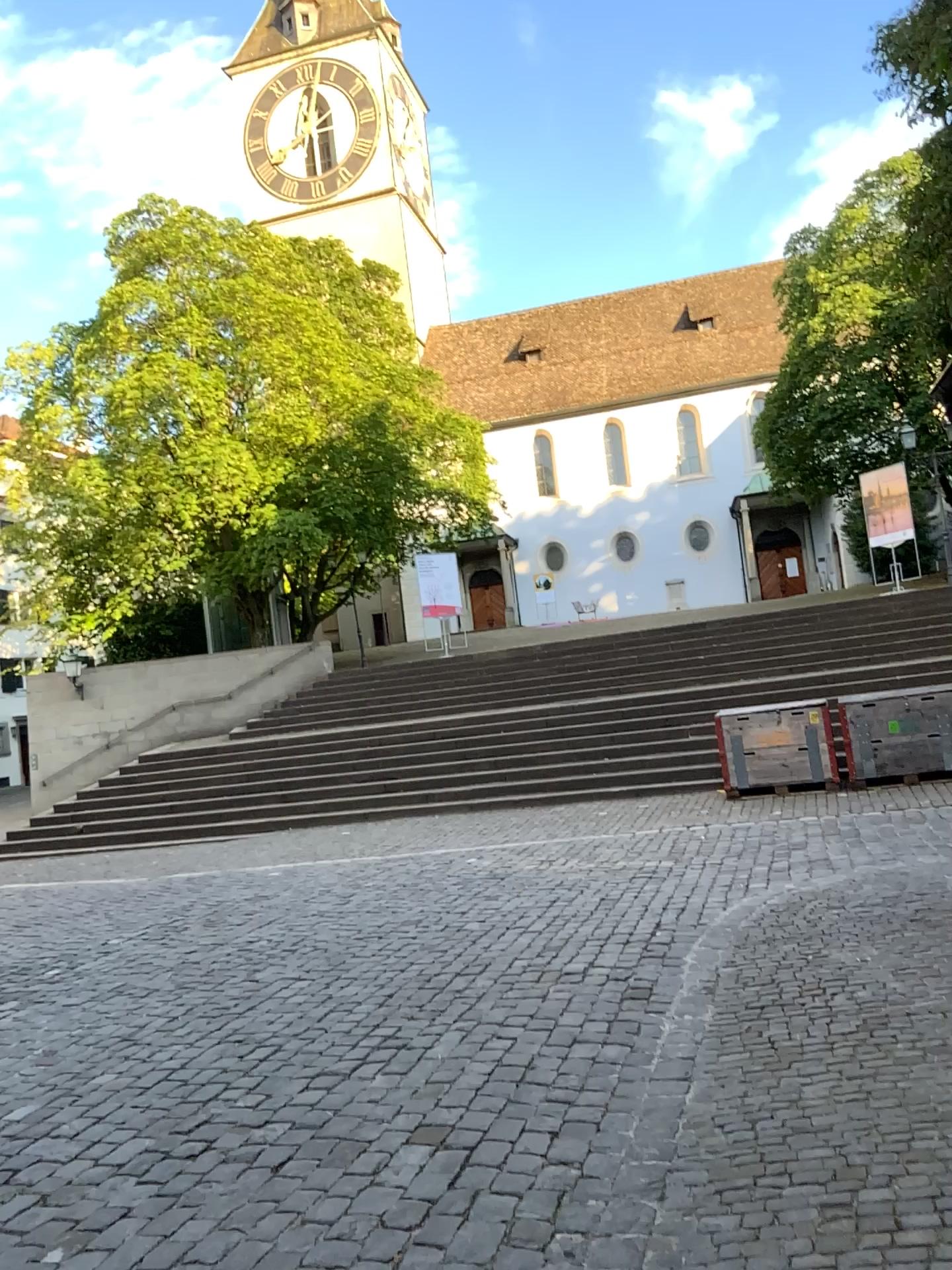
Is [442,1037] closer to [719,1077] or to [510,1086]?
[510,1086]
